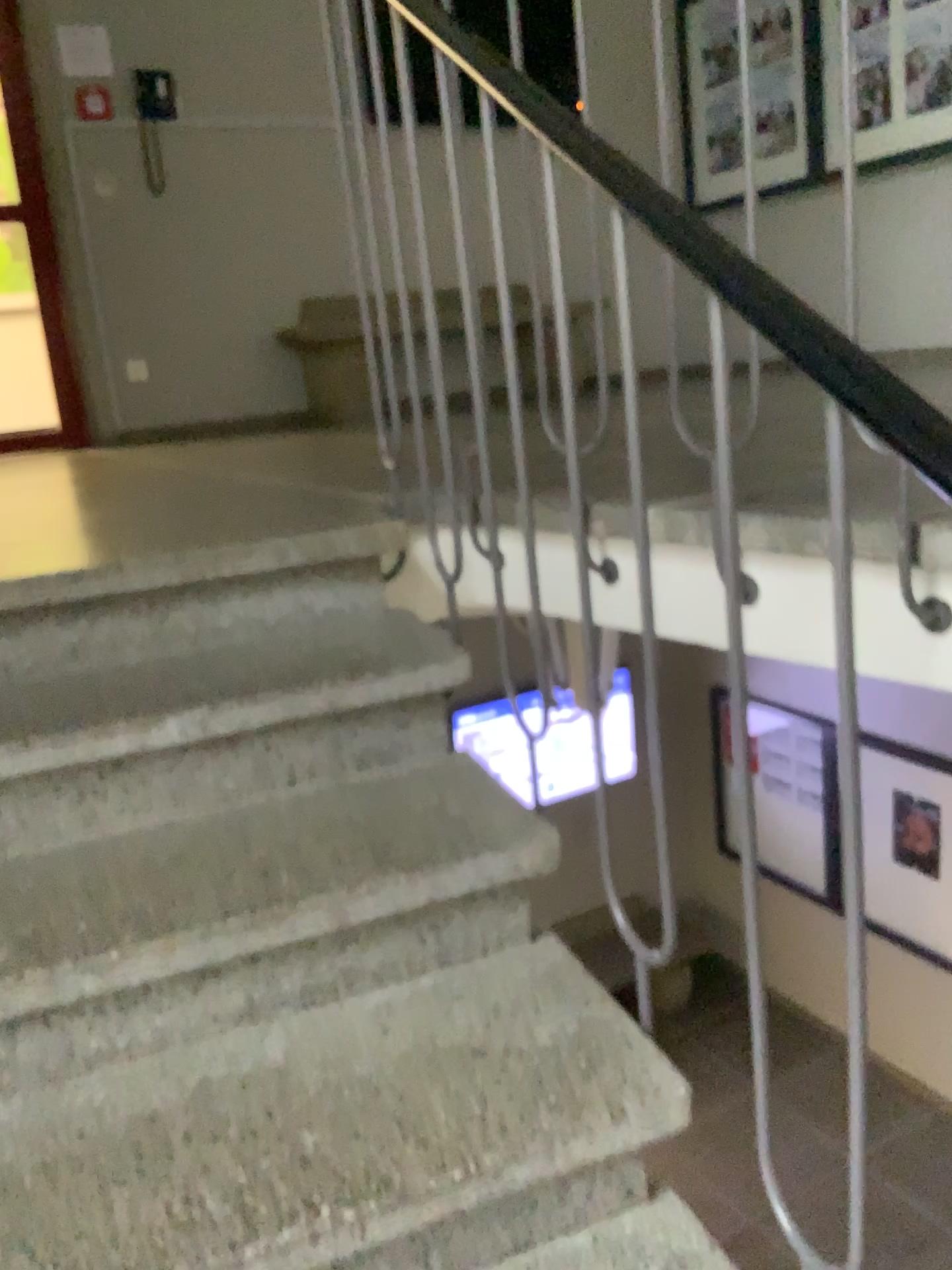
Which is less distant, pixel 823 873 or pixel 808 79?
pixel 823 873

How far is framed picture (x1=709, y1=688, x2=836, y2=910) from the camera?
0.87m

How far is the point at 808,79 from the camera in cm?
122

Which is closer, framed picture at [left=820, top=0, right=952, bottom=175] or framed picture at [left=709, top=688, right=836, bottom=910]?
framed picture at [left=709, top=688, right=836, bottom=910]

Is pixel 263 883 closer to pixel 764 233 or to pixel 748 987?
pixel 748 987

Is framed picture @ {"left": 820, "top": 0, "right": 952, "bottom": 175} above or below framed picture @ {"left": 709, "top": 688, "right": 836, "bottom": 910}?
above

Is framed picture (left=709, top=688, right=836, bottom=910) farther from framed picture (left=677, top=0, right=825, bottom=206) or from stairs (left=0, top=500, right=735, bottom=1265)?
framed picture (left=677, top=0, right=825, bottom=206)

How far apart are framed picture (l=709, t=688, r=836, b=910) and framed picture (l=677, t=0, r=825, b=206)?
0.7m

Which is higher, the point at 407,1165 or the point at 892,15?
the point at 892,15

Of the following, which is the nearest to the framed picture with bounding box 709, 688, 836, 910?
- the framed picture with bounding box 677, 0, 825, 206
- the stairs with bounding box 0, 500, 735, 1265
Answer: the stairs with bounding box 0, 500, 735, 1265
